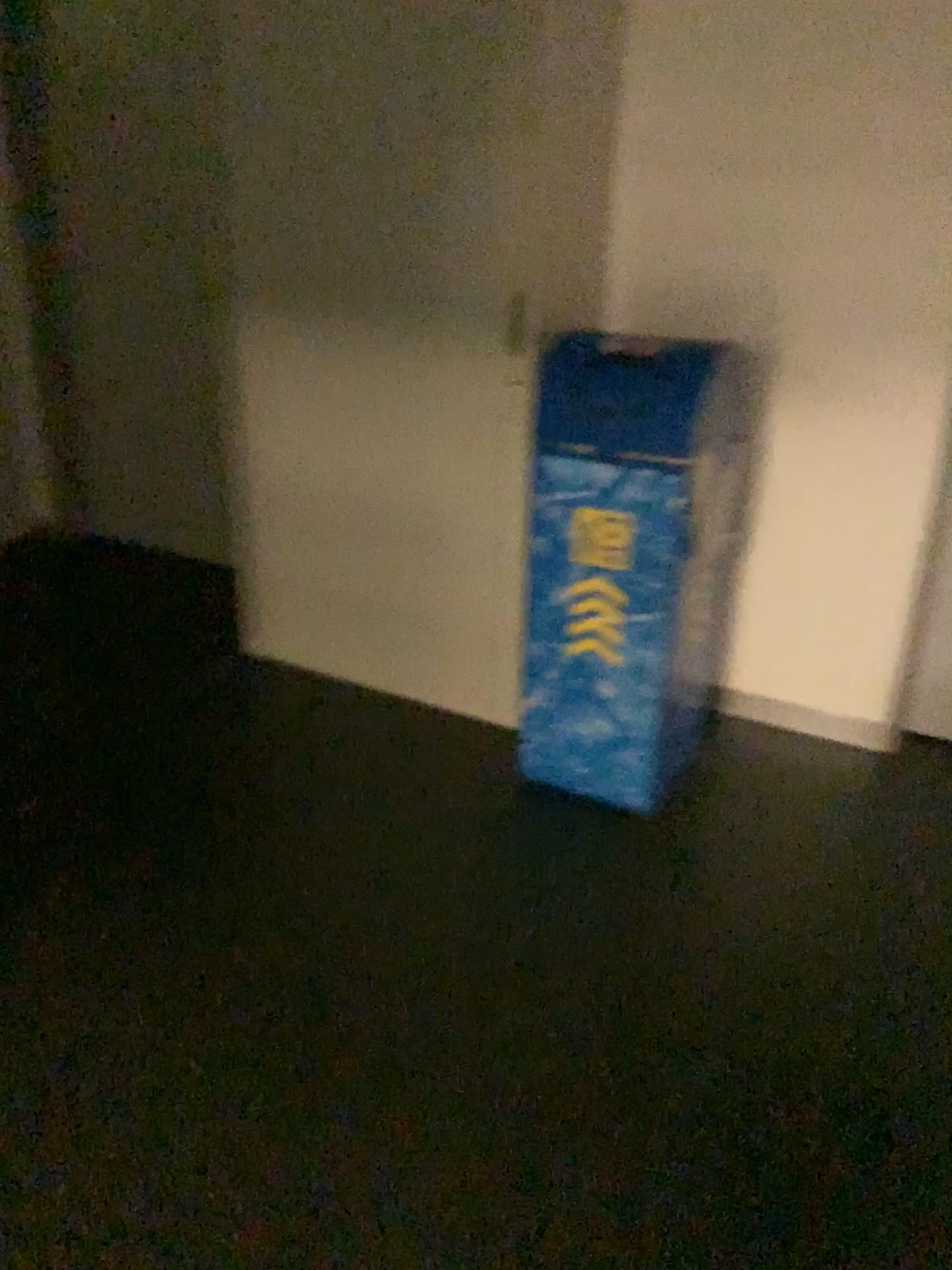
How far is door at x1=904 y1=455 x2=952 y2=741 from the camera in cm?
277

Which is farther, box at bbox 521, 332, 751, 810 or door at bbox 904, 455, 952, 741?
door at bbox 904, 455, 952, 741

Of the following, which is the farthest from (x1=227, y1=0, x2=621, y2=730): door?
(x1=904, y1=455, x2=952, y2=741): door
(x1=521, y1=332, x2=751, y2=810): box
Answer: (x1=904, y1=455, x2=952, y2=741): door

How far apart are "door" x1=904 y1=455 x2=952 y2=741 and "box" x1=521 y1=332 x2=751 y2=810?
0.5m

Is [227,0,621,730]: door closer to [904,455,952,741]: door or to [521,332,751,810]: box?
[521,332,751,810]: box

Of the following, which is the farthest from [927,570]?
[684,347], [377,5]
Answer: [377,5]

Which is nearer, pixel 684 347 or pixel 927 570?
pixel 684 347

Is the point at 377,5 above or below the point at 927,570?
above

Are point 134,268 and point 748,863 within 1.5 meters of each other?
no
